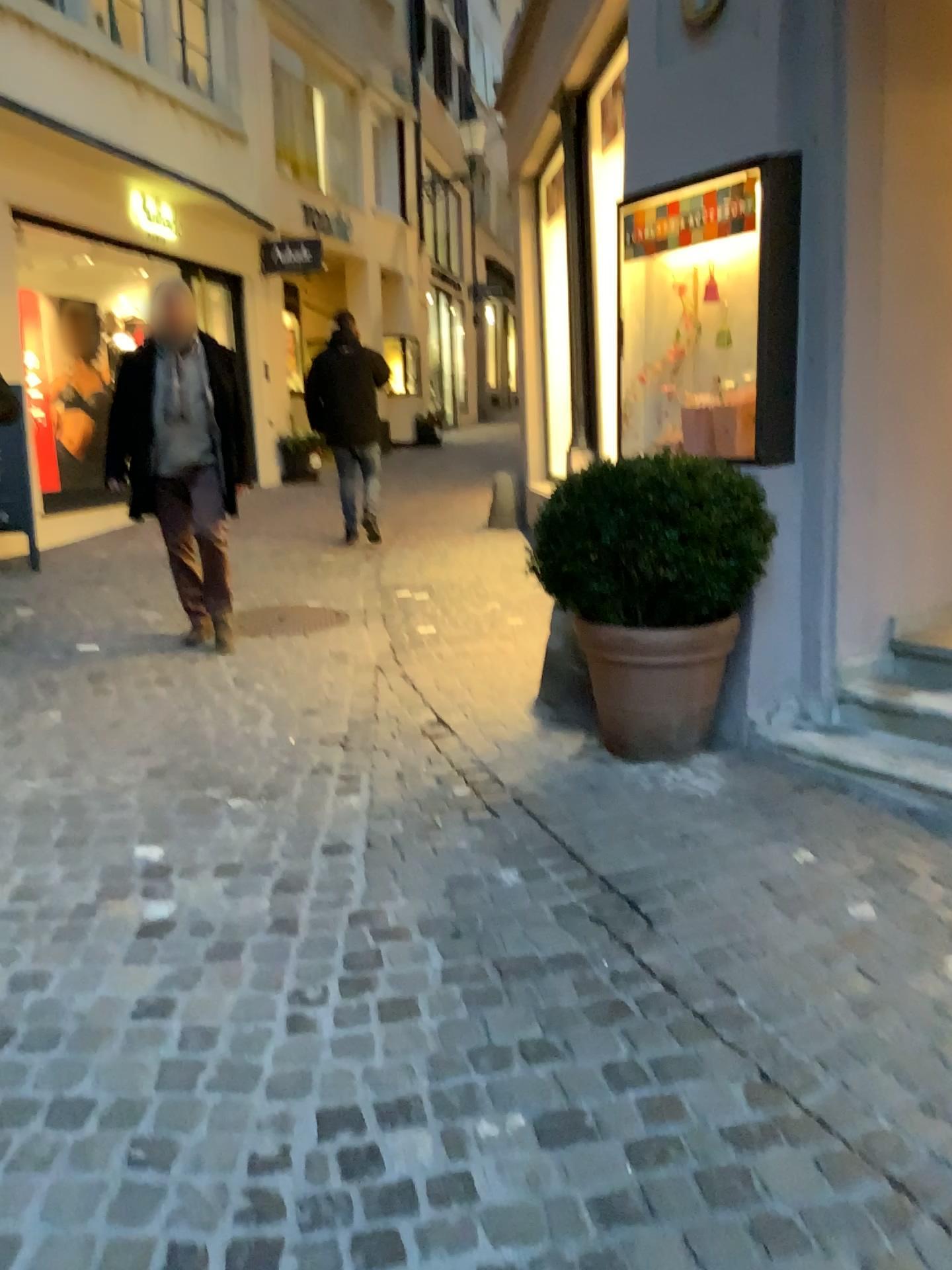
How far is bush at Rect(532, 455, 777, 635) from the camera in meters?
3.2

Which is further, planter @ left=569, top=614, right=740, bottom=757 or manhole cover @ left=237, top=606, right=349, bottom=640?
manhole cover @ left=237, top=606, right=349, bottom=640

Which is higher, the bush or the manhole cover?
the bush

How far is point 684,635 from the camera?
3.32m

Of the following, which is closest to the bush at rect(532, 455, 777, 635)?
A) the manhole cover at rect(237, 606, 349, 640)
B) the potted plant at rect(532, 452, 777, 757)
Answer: the potted plant at rect(532, 452, 777, 757)

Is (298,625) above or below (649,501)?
below

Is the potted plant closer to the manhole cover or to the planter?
the planter

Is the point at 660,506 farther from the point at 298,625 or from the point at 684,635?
the point at 298,625

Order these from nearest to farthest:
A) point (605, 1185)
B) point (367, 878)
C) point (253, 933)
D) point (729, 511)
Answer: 1. point (605, 1185)
2. point (253, 933)
3. point (367, 878)
4. point (729, 511)

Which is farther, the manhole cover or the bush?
the manhole cover
